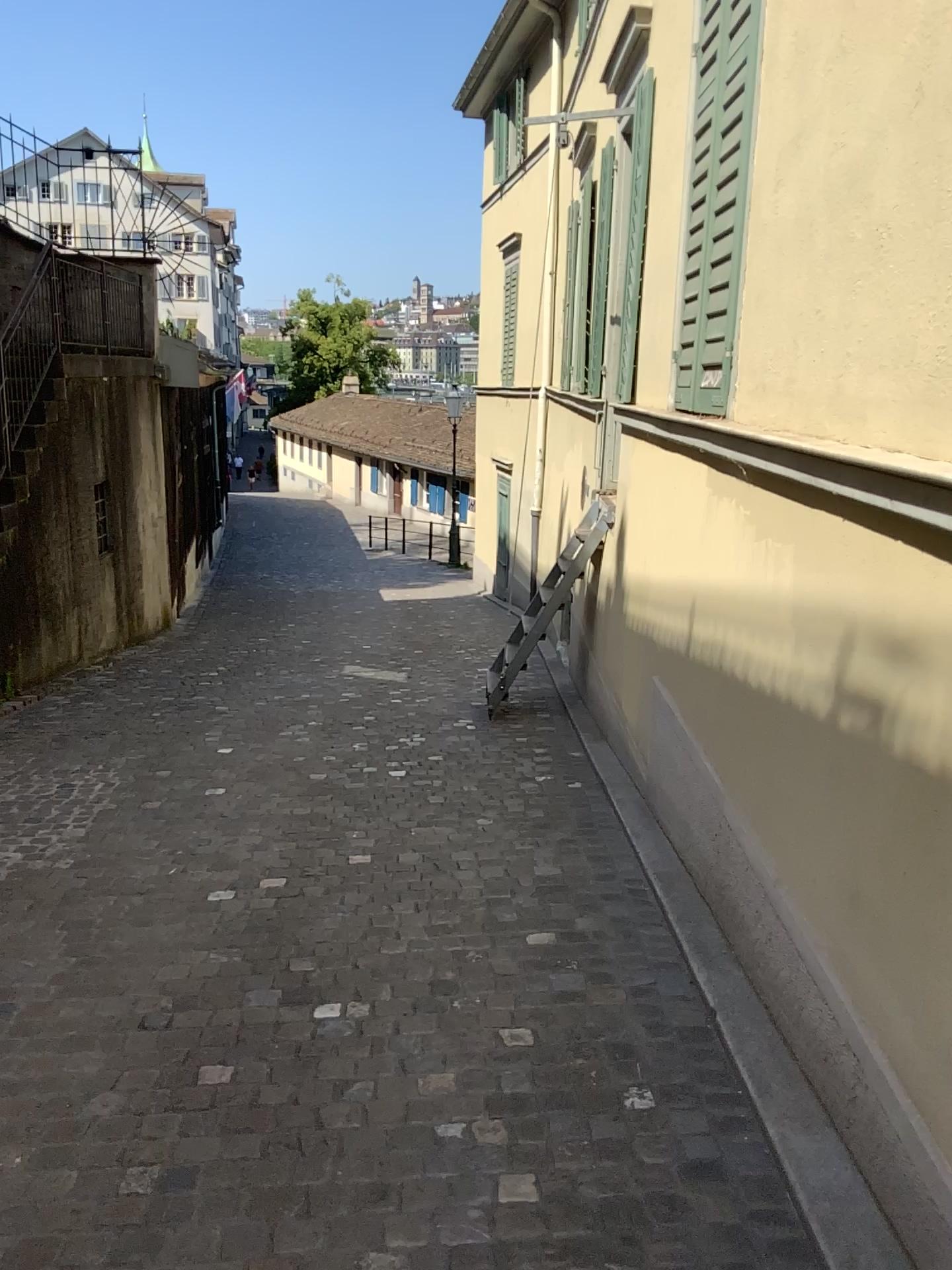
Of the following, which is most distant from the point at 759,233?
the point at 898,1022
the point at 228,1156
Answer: the point at 228,1156
